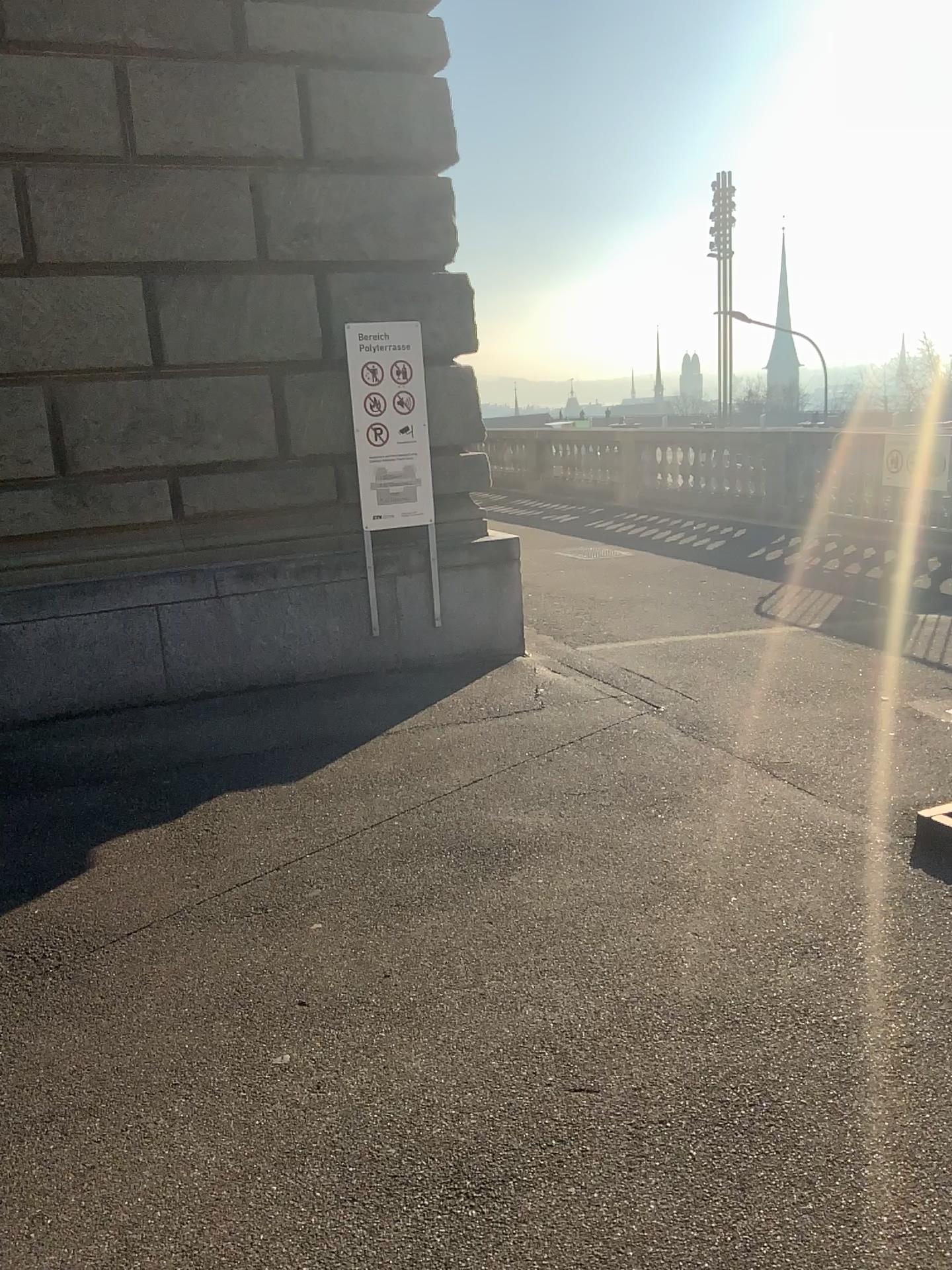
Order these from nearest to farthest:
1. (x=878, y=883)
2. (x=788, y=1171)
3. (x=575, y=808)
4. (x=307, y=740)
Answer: (x=788, y=1171) → (x=878, y=883) → (x=575, y=808) → (x=307, y=740)
